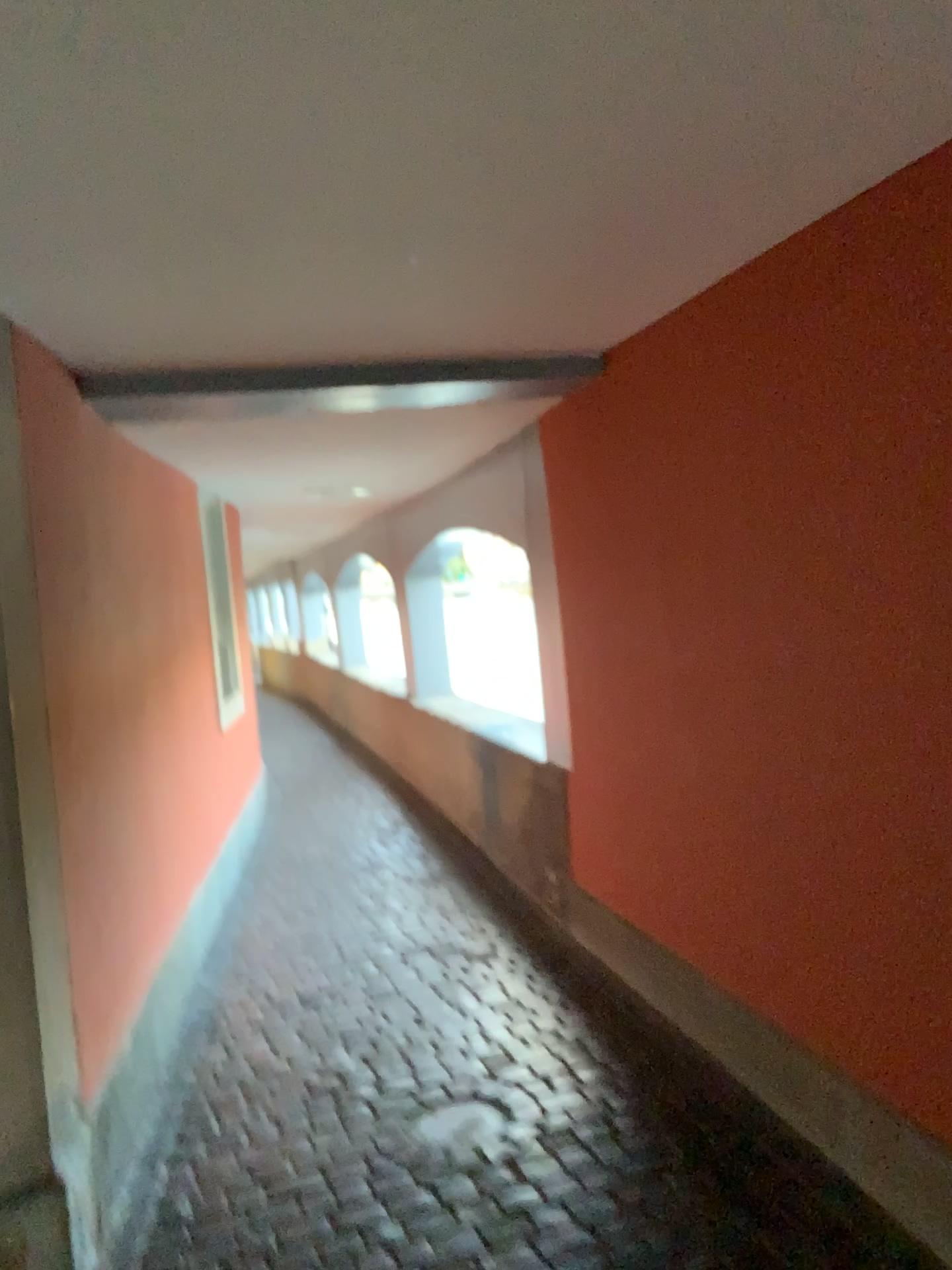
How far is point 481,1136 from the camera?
2.7m

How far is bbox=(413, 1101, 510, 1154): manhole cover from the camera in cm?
271

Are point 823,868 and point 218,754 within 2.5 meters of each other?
no
